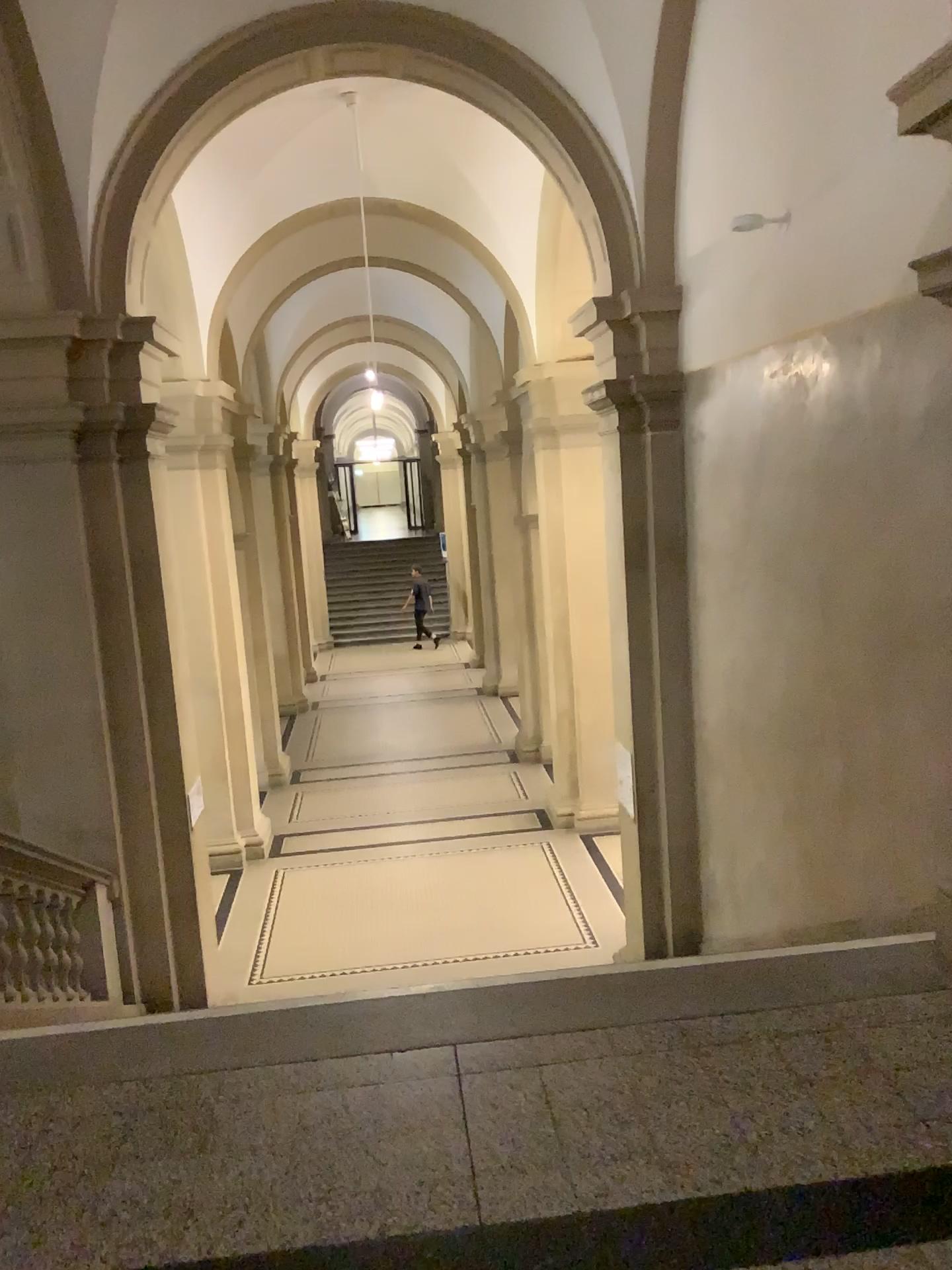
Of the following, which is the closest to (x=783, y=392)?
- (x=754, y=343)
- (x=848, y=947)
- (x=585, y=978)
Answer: (x=754, y=343)
